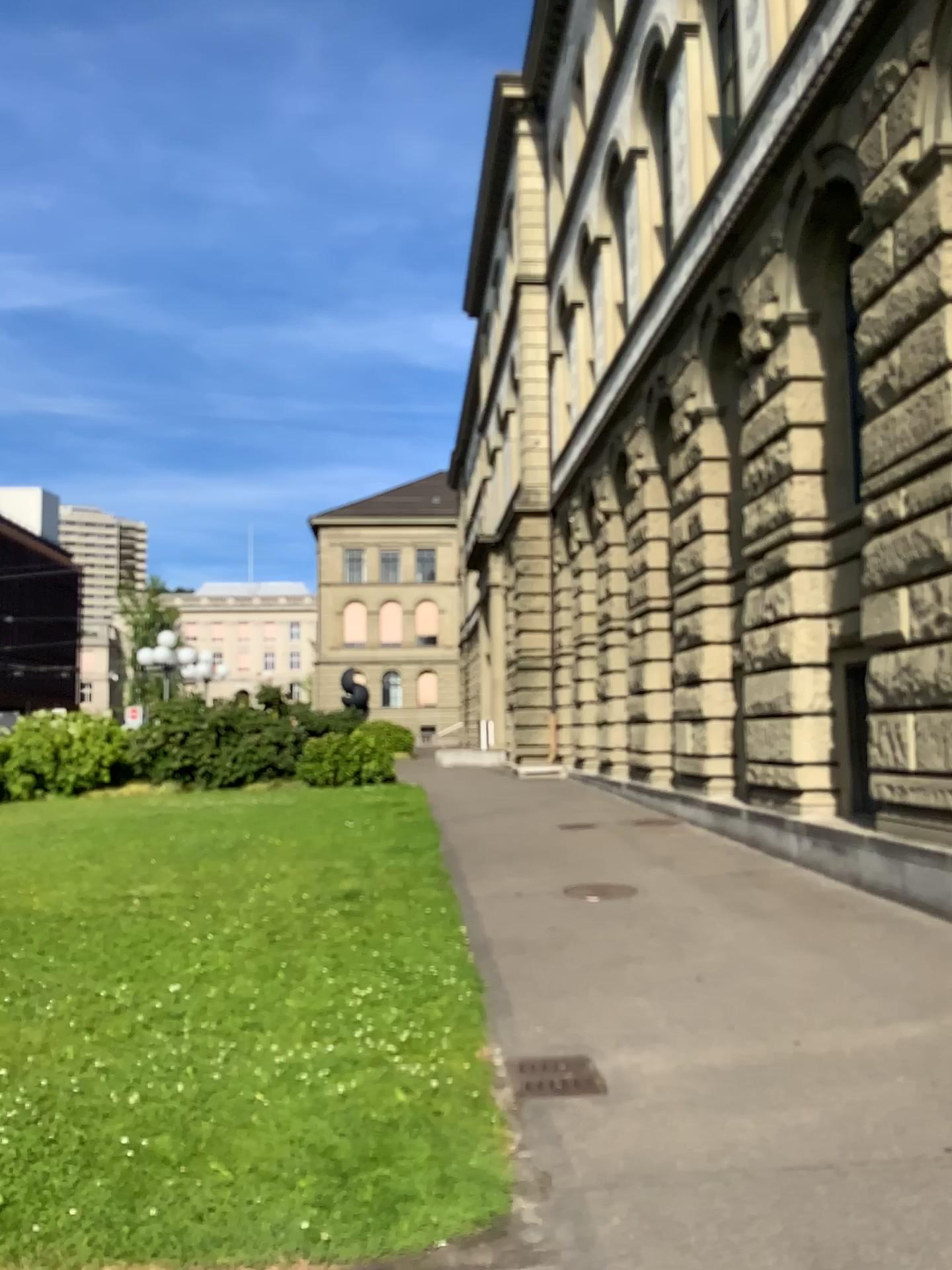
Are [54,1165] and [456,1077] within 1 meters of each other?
no
